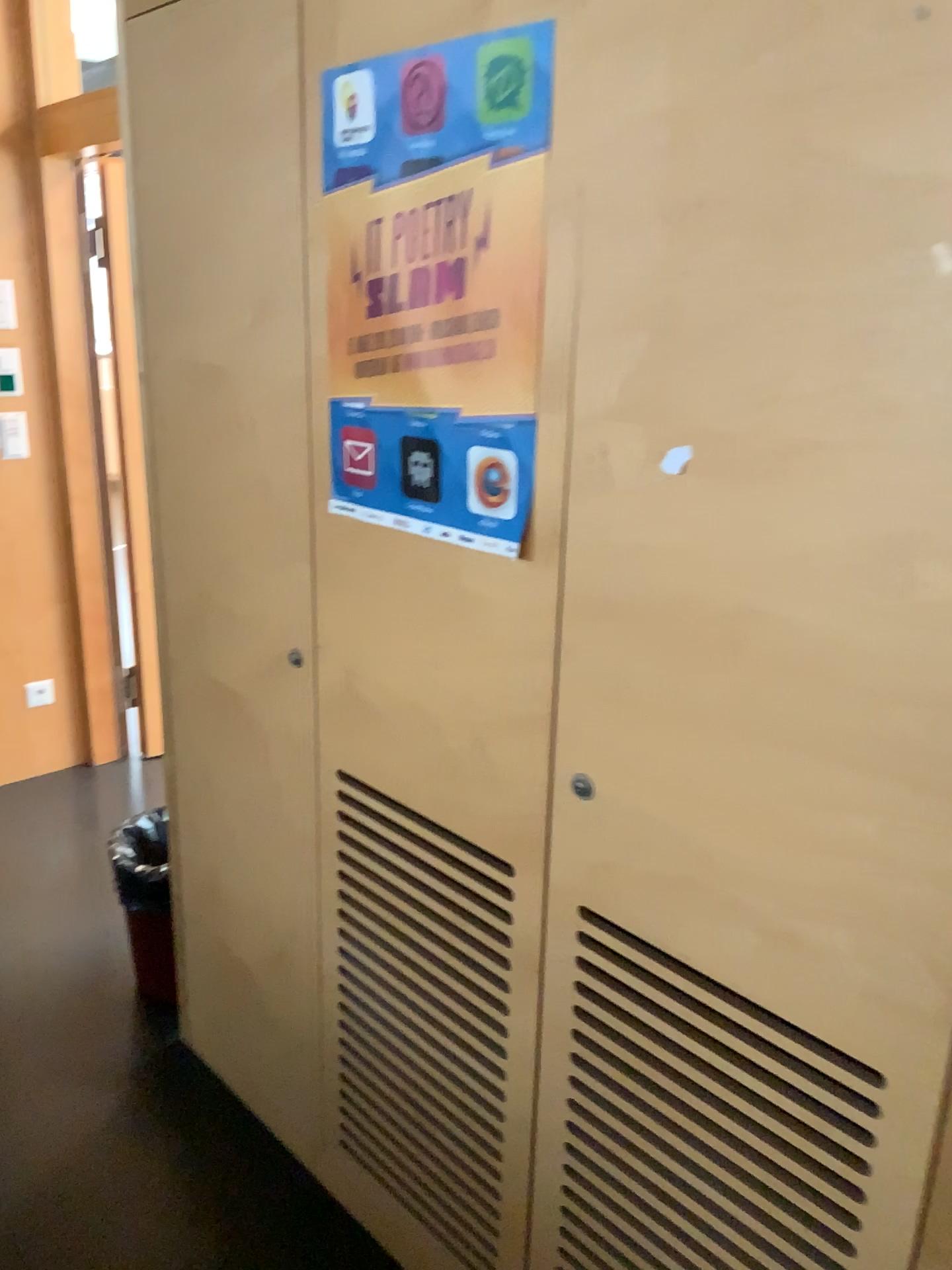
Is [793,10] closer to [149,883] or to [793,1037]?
[793,1037]

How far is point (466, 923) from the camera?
1.54m

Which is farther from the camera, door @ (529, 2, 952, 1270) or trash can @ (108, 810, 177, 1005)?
trash can @ (108, 810, 177, 1005)

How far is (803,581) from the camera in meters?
1.0

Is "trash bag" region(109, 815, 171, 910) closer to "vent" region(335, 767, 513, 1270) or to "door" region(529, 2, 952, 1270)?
"vent" region(335, 767, 513, 1270)

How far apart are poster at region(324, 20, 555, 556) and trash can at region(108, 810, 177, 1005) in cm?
125

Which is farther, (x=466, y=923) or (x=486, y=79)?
(x=466, y=923)

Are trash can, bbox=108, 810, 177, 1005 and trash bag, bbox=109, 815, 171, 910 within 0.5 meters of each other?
yes

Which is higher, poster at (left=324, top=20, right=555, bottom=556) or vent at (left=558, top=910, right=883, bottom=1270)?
poster at (left=324, top=20, right=555, bottom=556)

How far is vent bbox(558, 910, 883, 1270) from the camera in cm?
113
